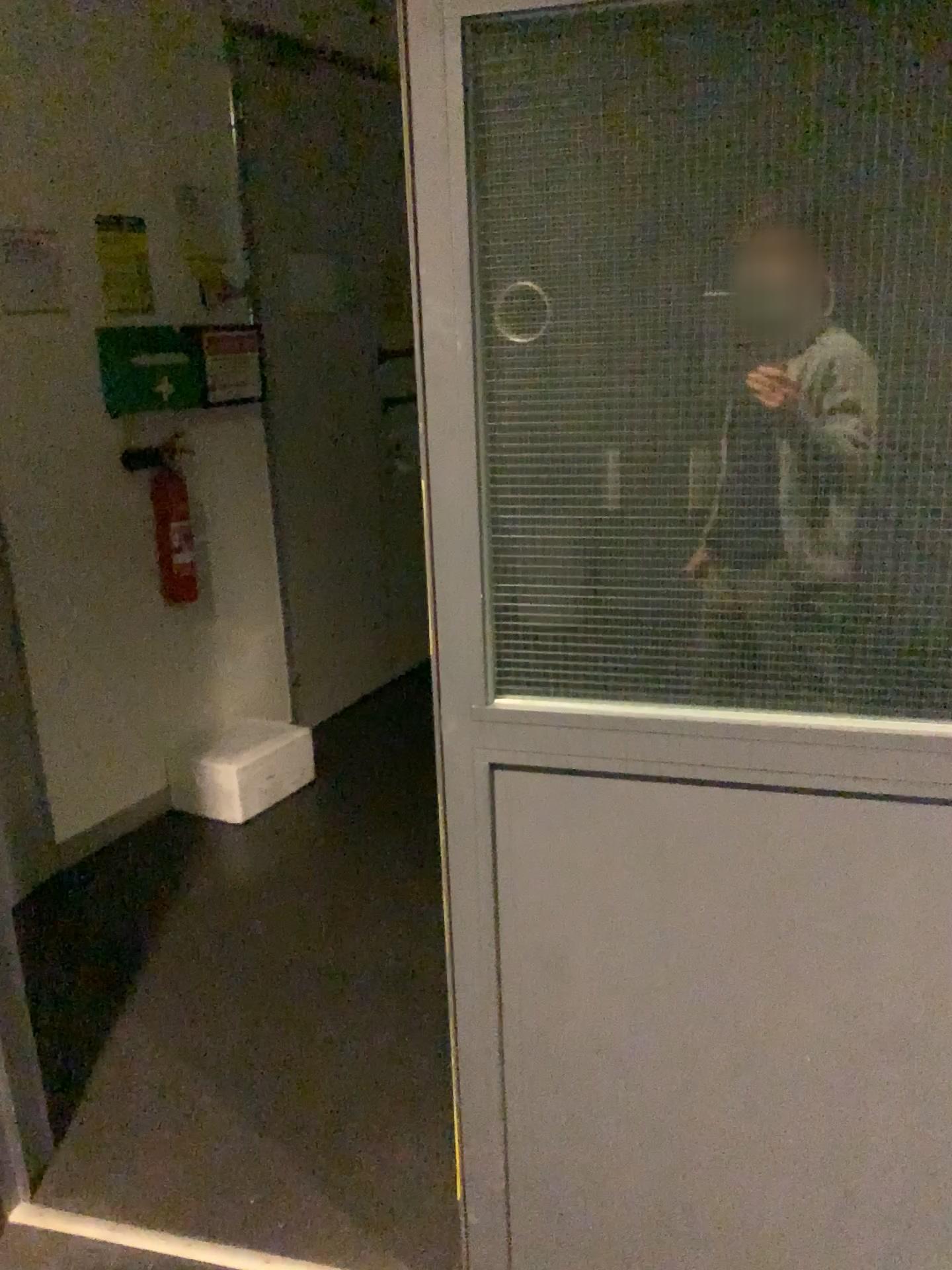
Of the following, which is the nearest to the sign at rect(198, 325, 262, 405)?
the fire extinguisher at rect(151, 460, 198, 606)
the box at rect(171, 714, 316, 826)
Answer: the fire extinguisher at rect(151, 460, 198, 606)

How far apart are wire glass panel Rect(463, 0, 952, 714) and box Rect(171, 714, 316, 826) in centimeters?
227cm

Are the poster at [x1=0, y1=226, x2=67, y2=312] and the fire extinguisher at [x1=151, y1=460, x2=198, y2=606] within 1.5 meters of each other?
yes

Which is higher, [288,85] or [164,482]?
[288,85]

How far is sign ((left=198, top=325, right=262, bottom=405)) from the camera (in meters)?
3.53

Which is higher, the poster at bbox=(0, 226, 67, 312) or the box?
the poster at bbox=(0, 226, 67, 312)

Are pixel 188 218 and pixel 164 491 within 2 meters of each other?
yes

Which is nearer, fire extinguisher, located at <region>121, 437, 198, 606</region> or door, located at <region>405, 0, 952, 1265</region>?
door, located at <region>405, 0, 952, 1265</region>

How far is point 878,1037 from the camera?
1.37m

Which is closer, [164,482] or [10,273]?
[10,273]
